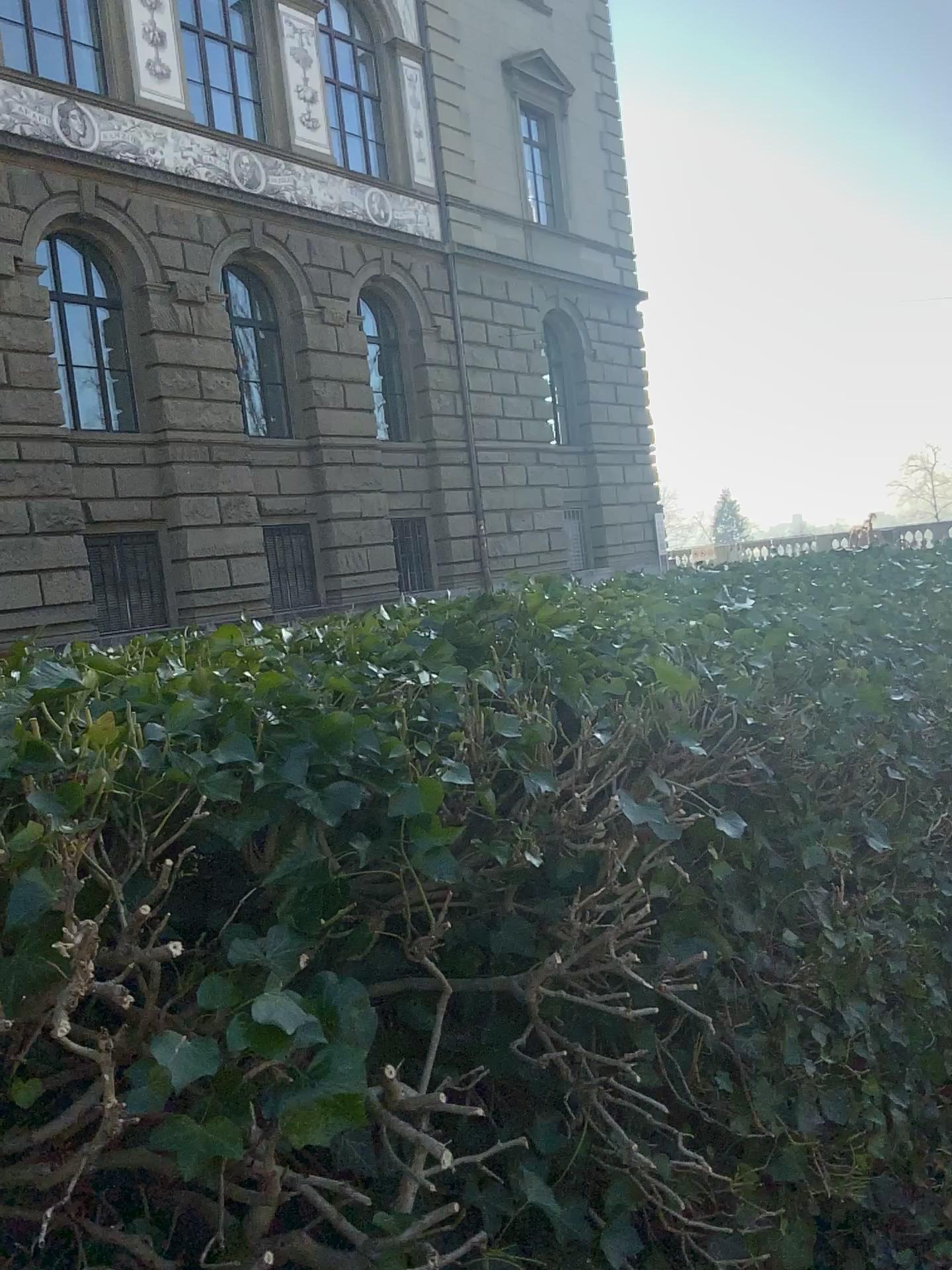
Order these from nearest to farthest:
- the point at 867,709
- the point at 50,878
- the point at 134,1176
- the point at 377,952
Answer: the point at 50,878 → the point at 134,1176 → the point at 377,952 → the point at 867,709
